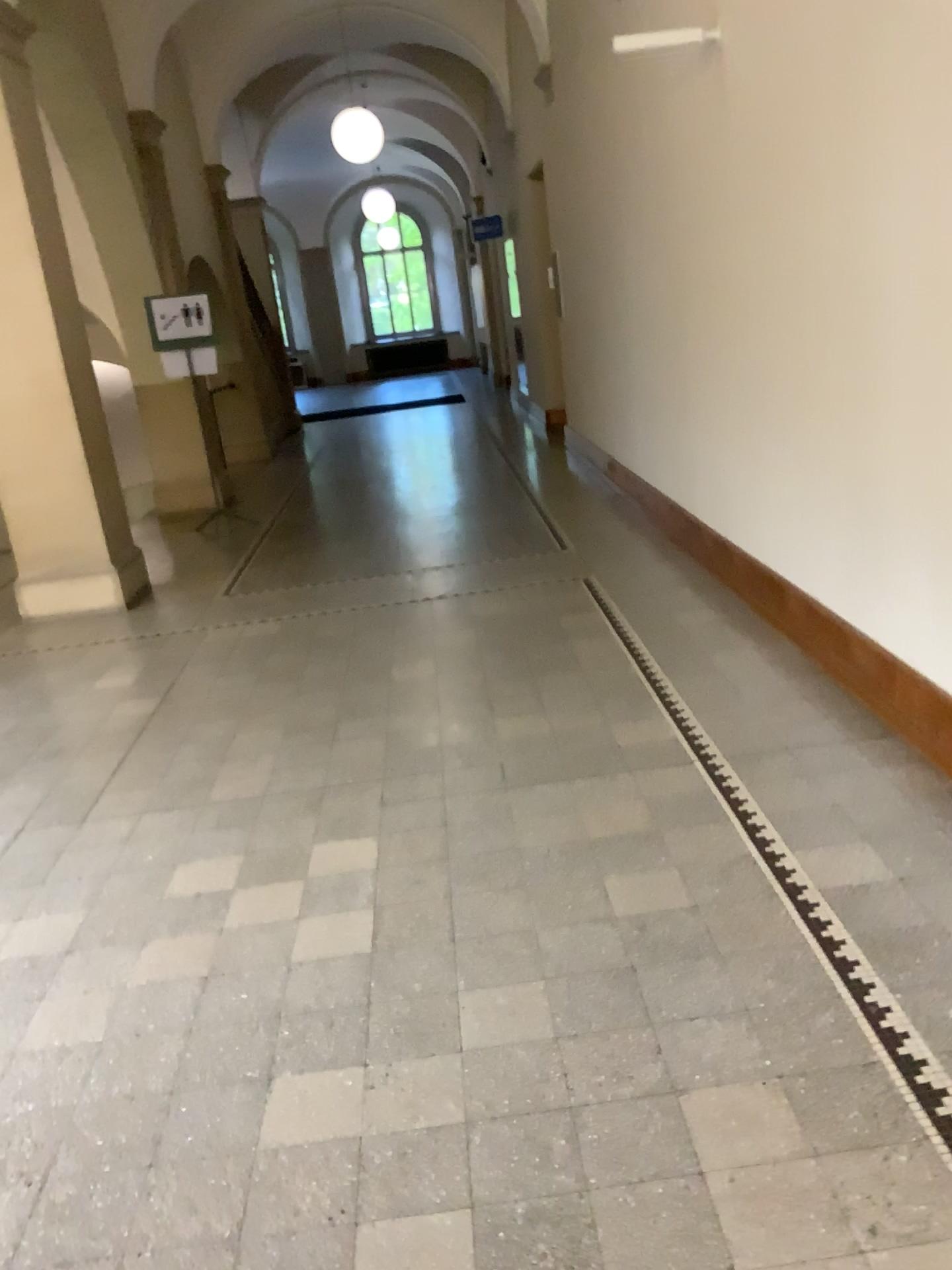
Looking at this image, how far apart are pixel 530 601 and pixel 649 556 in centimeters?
92cm
